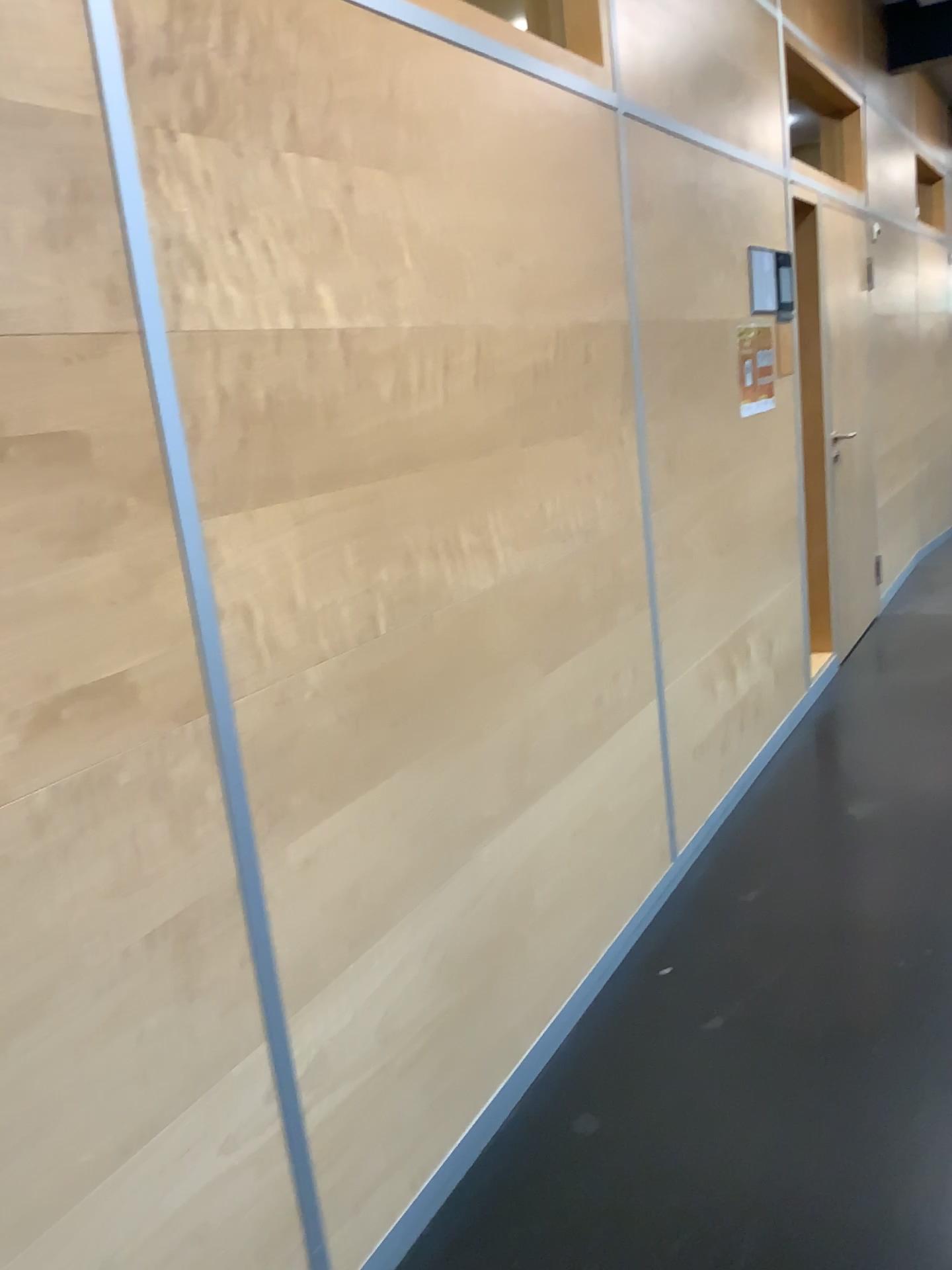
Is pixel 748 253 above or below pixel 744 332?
above

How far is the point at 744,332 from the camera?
3.6 meters

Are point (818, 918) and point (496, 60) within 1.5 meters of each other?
no

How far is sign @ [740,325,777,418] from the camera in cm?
360
